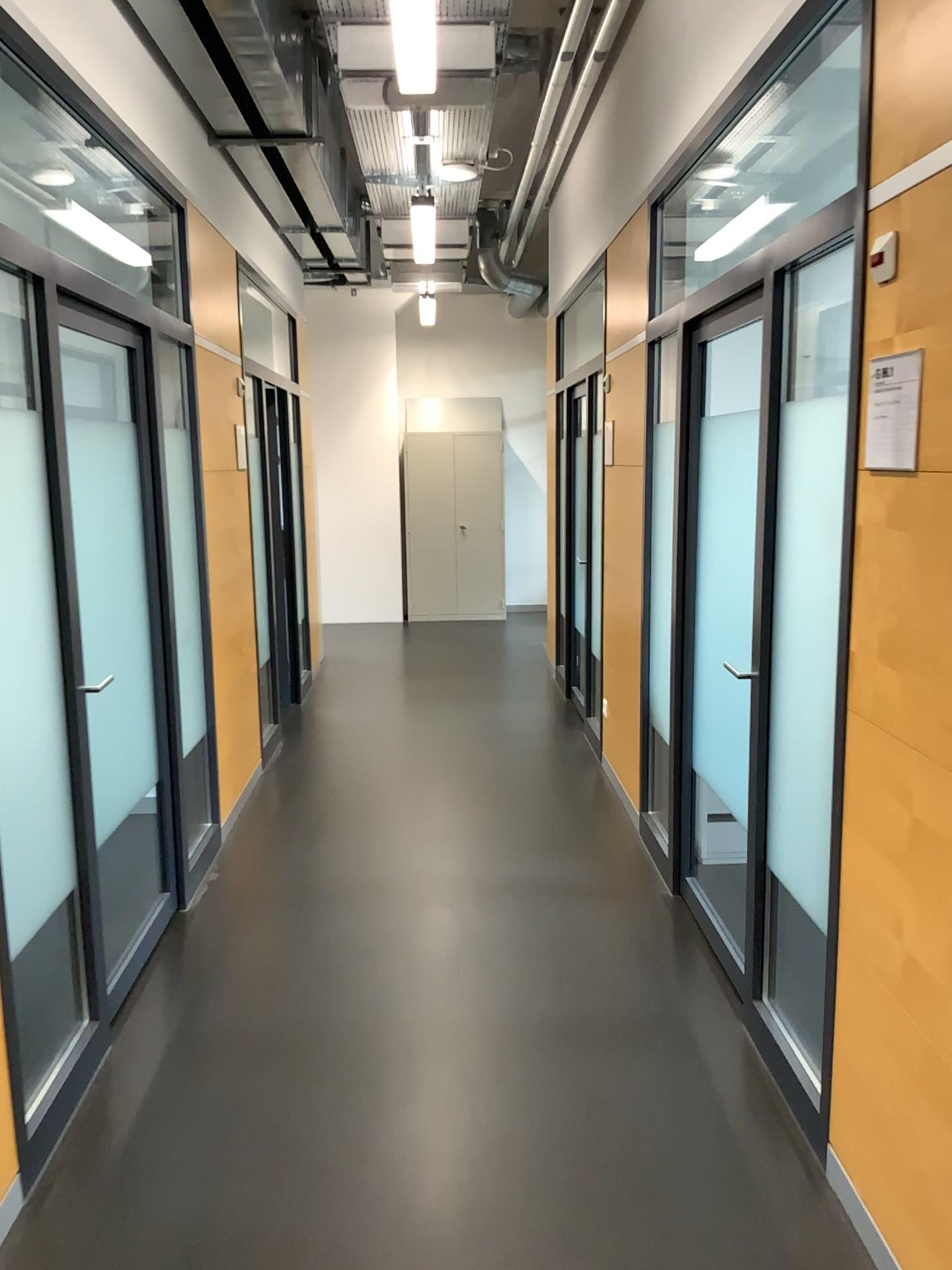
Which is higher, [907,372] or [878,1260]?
[907,372]

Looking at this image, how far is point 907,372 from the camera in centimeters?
195cm

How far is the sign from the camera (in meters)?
1.95

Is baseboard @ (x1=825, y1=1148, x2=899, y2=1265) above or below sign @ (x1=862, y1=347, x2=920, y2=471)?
below

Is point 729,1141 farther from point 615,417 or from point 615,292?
point 615,292
